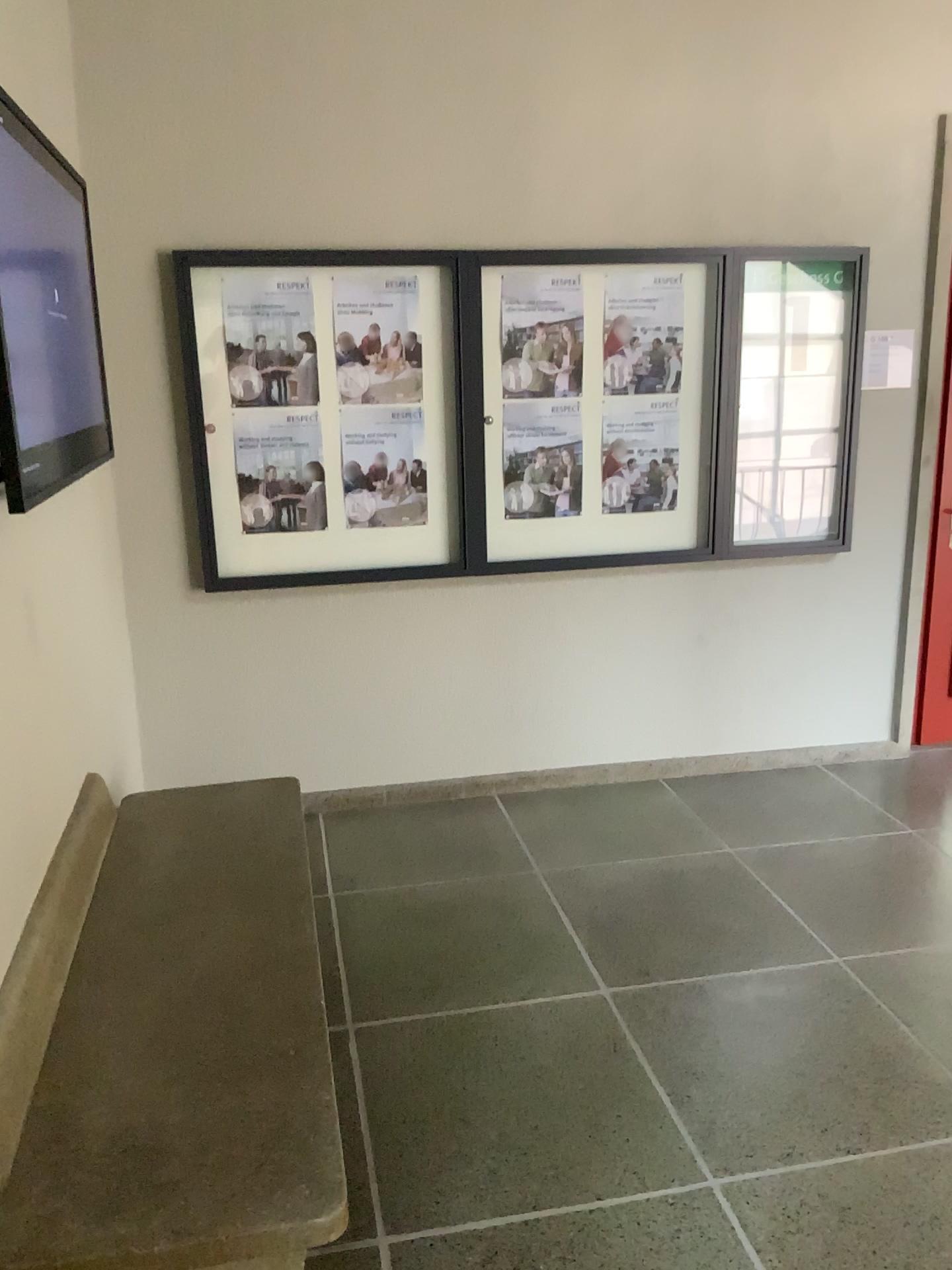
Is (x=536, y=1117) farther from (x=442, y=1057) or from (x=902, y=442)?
(x=902, y=442)

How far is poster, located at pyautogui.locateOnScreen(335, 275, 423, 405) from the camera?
3.6 meters

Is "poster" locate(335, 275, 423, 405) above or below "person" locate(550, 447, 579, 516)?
above

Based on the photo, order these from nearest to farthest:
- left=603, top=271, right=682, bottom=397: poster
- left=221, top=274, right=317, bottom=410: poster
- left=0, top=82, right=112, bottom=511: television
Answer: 1. left=0, top=82, right=112, bottom=511: television
2. left=221, top=274, right=317, bottom=410: poster
3. left=603, top=271, right=682, bottom=397: poster

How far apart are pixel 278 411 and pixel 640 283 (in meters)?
1.37

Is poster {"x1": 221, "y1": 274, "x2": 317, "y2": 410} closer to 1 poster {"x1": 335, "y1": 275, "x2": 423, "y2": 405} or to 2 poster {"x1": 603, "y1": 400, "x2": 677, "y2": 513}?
1 poster {"x1": 335, "y1": 275, "x2": 423, "y2": 405}

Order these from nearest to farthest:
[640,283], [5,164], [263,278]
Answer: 1. [5,164]
2. [263,278]
3. [640,283]

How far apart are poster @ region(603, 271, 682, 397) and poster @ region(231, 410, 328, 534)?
1.09m

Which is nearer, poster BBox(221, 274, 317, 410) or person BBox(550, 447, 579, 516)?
poster BBox(221, 274, 317, 410)

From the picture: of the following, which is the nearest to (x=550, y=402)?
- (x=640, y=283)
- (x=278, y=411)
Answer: (x=640, y=283)
